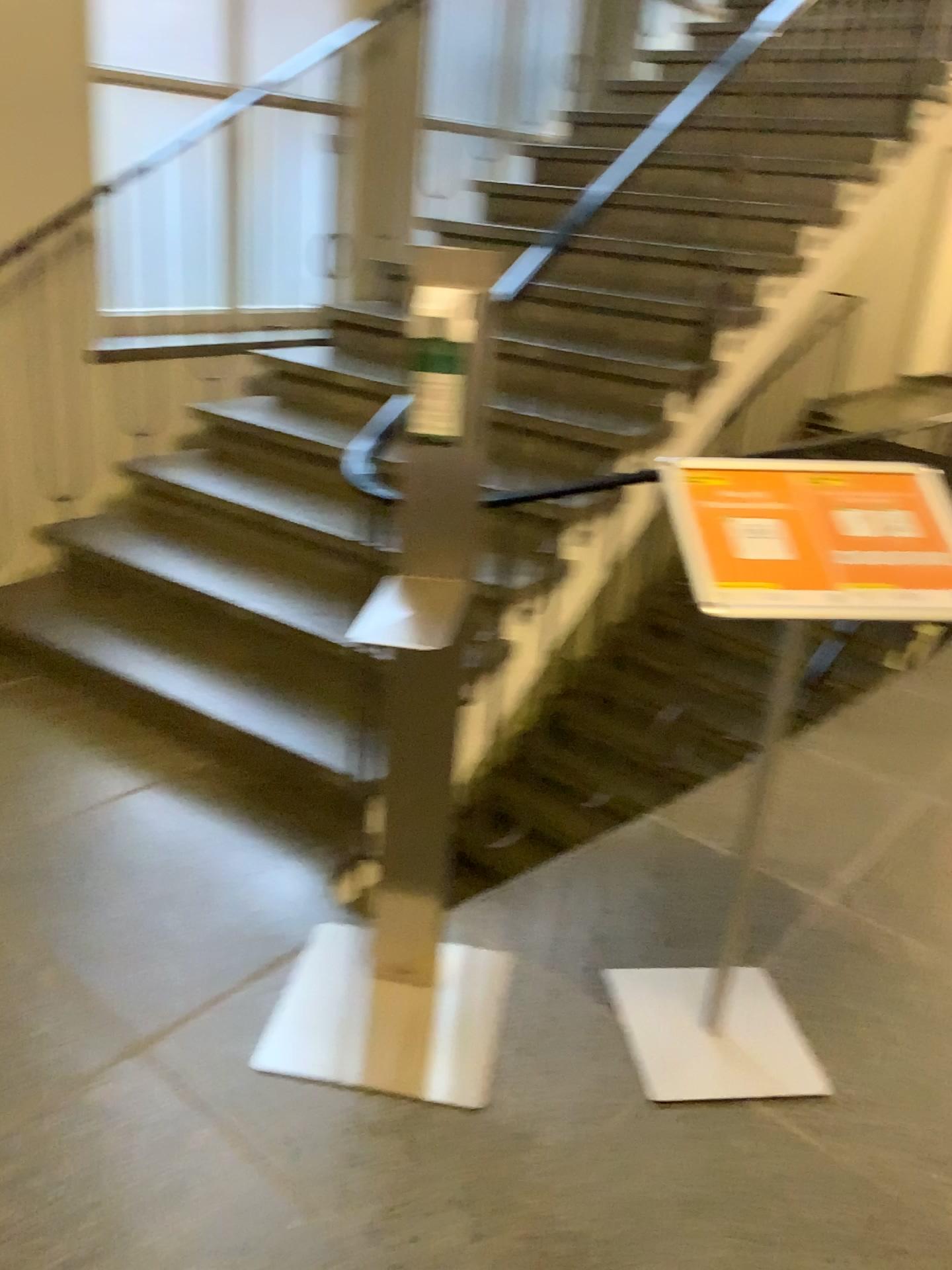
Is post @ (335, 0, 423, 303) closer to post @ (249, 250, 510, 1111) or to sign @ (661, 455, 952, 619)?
post @ (249, 250, 510, 1111)

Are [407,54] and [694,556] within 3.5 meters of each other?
no

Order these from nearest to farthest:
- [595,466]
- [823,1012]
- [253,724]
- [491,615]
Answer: [823,1012] < [491,615] < [253,724] < [595,466]

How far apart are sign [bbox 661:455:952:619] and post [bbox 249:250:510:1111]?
0.36m

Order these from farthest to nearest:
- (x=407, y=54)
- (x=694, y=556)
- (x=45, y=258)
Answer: (x=407, y=54), (x=45, y=258), (x=694, y=556)

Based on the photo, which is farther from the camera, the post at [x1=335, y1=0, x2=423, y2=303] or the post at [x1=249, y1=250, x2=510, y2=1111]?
the post at [x1=335, y1=0, x2=423, y2=303]

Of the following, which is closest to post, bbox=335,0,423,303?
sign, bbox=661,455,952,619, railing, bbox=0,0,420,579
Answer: railing, bbox=0,0,420,579

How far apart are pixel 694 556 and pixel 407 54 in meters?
3.8 m

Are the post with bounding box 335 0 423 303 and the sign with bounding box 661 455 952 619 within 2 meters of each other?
no

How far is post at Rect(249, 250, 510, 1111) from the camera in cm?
175
